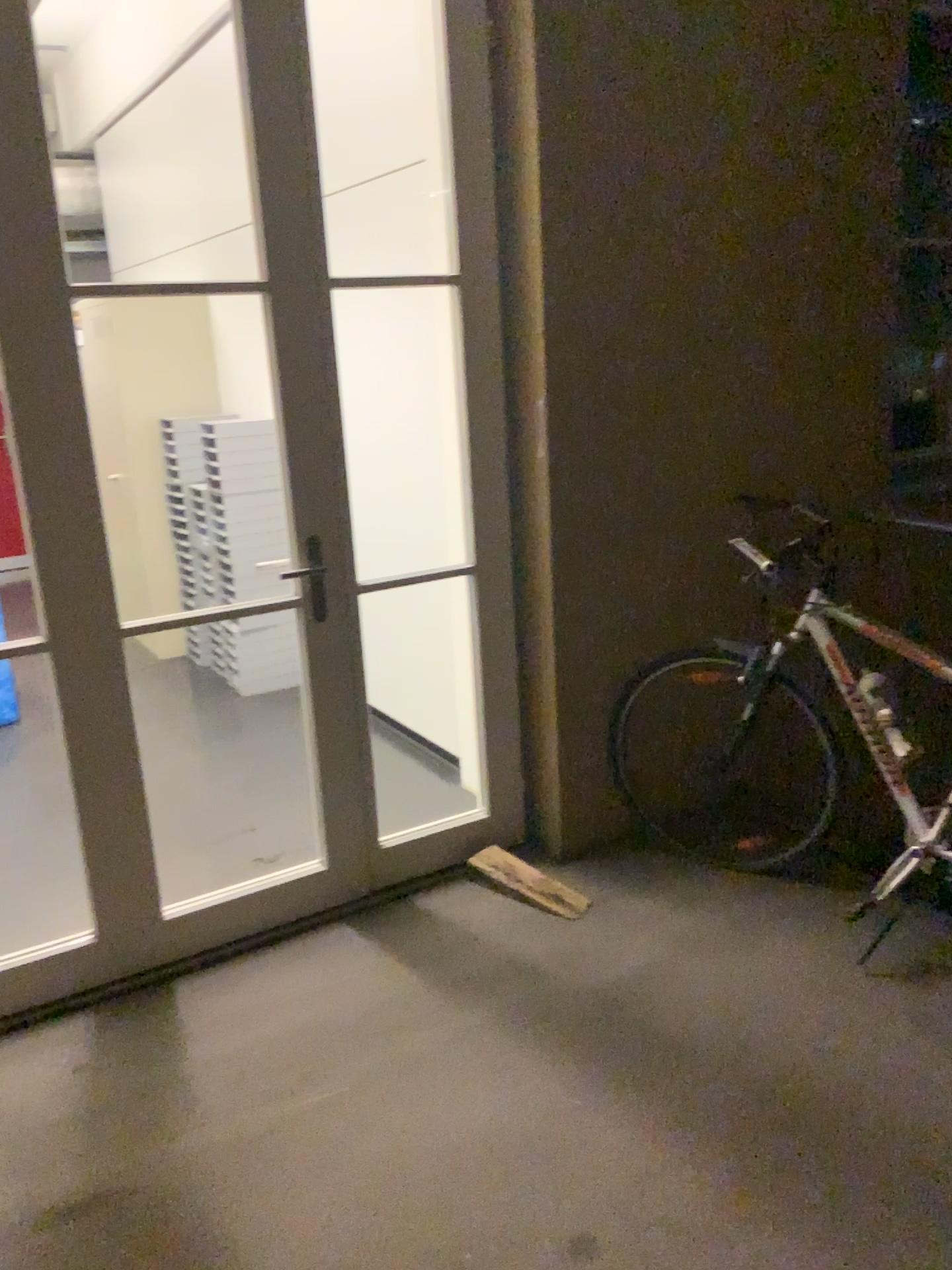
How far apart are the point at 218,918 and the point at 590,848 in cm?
112
